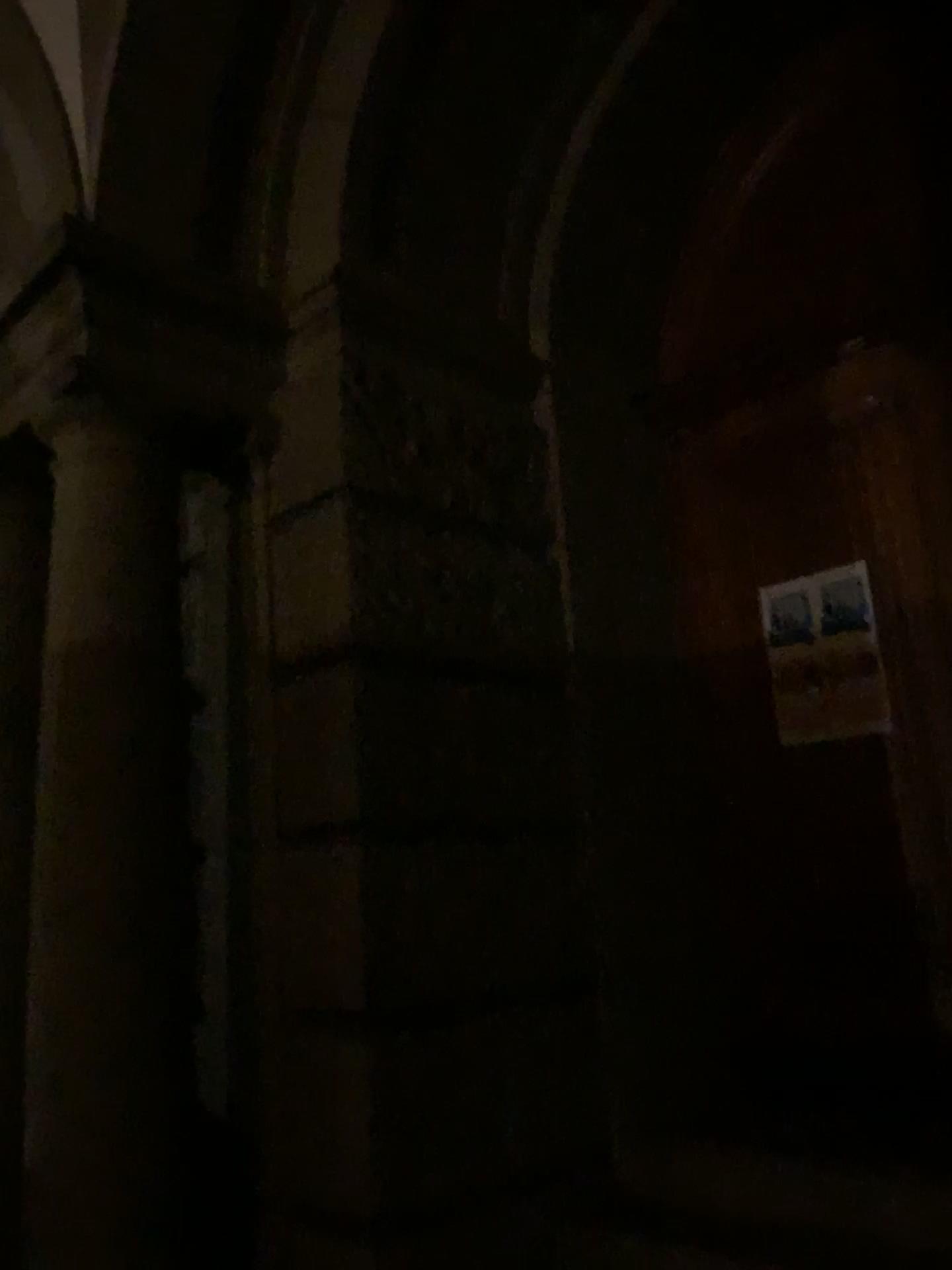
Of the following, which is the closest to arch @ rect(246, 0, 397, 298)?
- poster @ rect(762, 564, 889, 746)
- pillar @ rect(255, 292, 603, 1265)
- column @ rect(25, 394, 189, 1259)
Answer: pillar @ rect(255, 292, 603, 1265)

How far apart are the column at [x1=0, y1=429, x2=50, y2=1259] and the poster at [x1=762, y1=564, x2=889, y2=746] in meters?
2.6

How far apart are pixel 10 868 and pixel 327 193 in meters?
2.5

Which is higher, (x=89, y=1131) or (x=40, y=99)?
(x=40, y=99)

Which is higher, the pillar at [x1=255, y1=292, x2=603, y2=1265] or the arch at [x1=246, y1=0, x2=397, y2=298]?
the arch at [x1=246, y1=0, x2=397, y2=298]

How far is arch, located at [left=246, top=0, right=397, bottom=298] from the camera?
3.58m

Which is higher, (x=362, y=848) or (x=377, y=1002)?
(x=362, y=848)

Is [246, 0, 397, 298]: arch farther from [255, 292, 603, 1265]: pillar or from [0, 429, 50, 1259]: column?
[0, 429, 50, 1259]: column

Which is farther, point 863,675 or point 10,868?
point 863,675

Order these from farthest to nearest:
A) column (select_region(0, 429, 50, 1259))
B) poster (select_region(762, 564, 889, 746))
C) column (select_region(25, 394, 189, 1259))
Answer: poster (select_region(762, 564, 889, 746)) < column (select_region(0, 429, 50, 1259)) < column (select_region(25, 394, 189, 1259))
